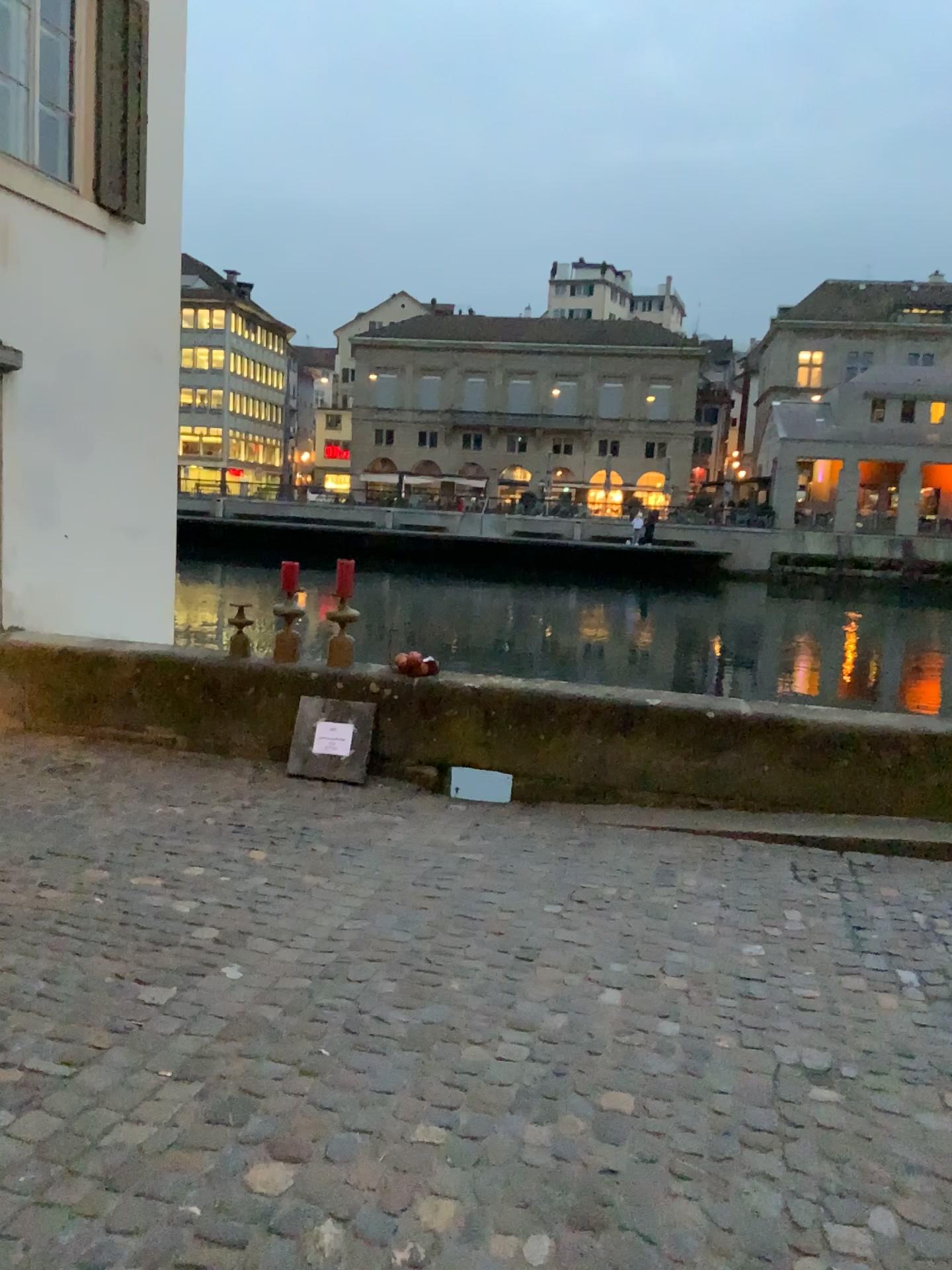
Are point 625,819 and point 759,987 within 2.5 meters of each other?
yes
